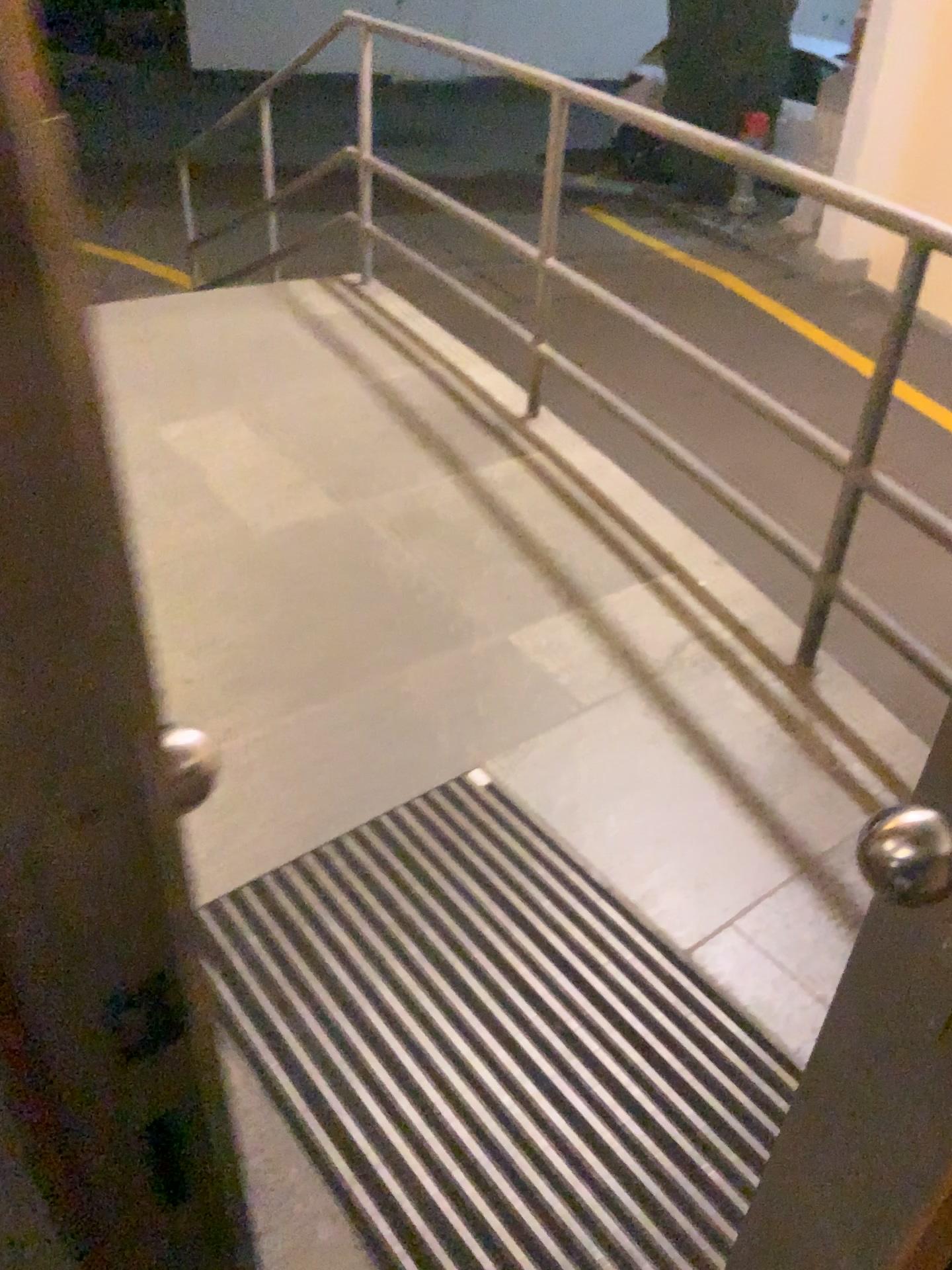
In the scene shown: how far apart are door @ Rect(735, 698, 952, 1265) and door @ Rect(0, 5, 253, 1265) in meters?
0.3

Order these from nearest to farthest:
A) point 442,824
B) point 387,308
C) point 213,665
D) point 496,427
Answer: point 442,824, point 213,665, point 496,427, point 387,308

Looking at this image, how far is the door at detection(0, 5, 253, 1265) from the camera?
0.26m

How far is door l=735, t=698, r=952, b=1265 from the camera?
0.6m

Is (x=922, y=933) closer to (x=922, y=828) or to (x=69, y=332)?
(x=922, y=828)

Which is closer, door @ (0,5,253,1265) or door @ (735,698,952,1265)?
door @ (0,5,253,1265)

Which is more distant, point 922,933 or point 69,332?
point 922,933

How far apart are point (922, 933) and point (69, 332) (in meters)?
0.54

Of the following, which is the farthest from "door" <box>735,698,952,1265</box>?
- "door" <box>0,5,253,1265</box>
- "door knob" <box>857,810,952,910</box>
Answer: "door" <box>0,5,253,1265</box>

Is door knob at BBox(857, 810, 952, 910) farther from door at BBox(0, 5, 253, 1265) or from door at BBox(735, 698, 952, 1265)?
door at BBox(0, 5, 253, 1265)
